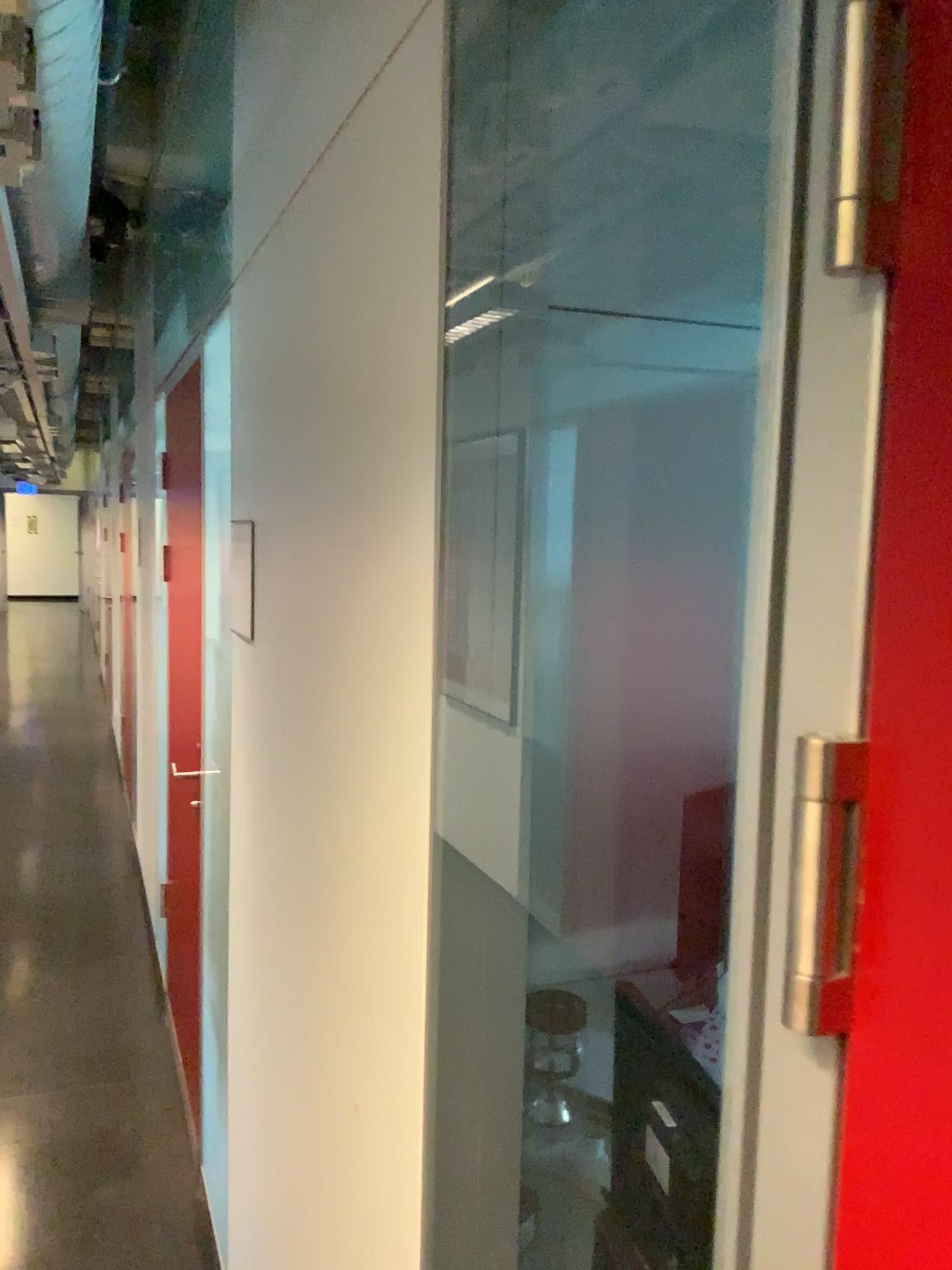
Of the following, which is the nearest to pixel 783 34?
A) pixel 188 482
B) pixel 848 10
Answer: pixel 848 10

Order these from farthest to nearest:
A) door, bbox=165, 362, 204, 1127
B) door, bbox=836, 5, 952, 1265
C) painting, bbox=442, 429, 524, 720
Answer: door, bbox=165, 362, 204, 1127, painting, bbox=442, 429, 524, 720, door, bbox=836, 5, 952, 1265

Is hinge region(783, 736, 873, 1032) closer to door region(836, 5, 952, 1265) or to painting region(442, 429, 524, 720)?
door region(836, 5, 952, 1265)

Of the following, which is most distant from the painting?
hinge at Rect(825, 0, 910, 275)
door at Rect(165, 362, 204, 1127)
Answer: door at Rect(165, 362, 204, 1127)

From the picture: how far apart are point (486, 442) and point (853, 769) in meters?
0.5 m

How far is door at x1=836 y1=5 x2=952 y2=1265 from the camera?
0.4 meters

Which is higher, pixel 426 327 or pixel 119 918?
pixel 426 327

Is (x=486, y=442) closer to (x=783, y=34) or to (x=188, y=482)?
(x=783, y=34)

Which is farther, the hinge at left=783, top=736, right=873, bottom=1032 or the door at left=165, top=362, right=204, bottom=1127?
the door at left=165, top=362, right=204, bottom=1127

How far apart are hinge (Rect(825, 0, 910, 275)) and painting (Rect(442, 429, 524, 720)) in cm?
49
